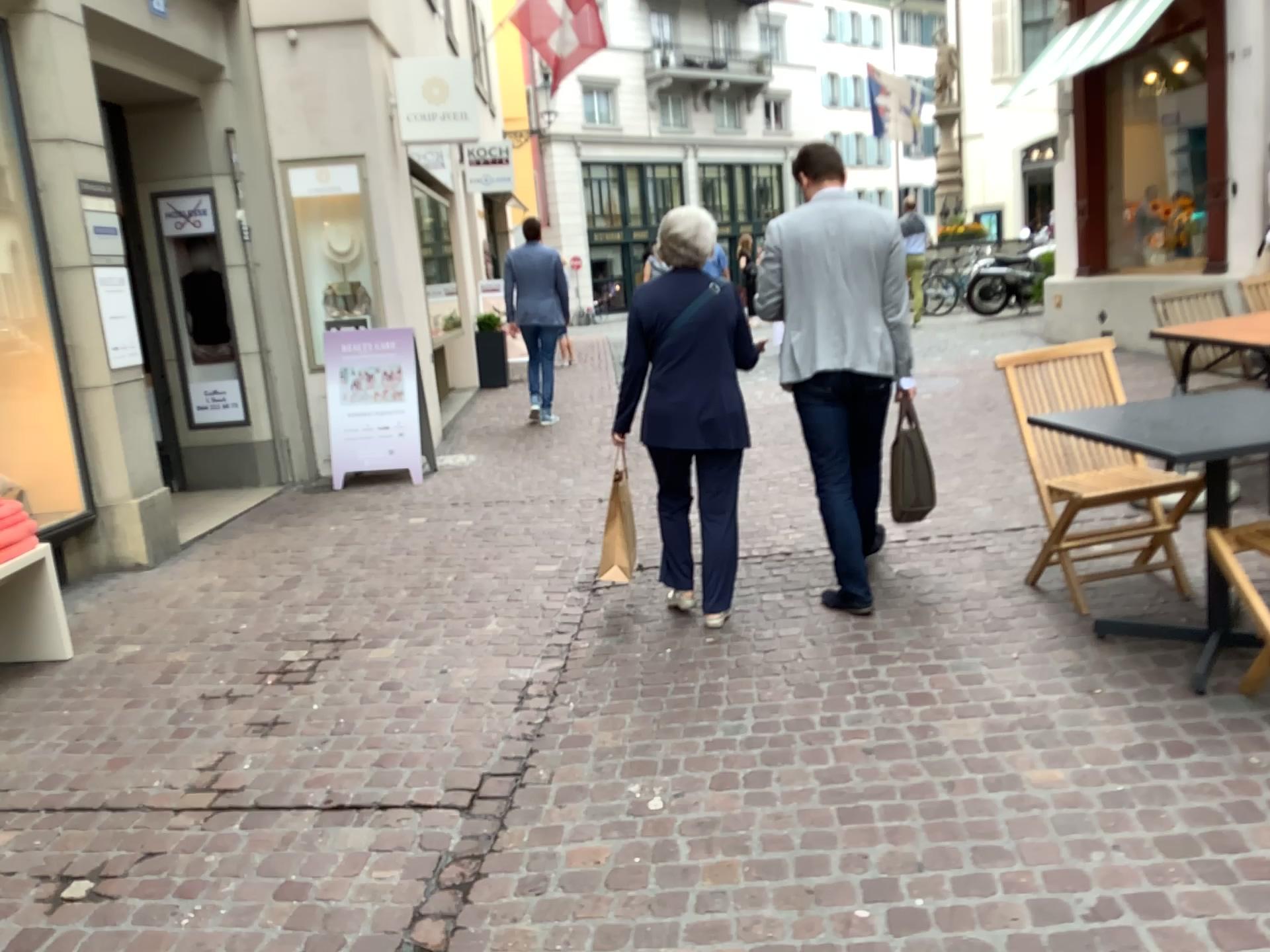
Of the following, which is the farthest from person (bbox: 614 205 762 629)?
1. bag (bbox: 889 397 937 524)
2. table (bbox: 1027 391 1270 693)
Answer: table (bbox: 1027 391 1270 693)

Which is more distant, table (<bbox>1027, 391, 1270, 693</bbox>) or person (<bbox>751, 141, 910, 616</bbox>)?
person (<bbox>751, 141, 910, 616</bbox>)

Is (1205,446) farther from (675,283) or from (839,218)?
(675,283)

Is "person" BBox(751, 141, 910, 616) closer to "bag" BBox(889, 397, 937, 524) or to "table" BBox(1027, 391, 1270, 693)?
"bag" BBox(889, 397, 937, 524)

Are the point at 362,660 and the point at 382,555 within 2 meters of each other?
yes

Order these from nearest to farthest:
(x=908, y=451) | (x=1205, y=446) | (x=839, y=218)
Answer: (x=1205, y=446), (x=839, y=218), (x=908, y=451)

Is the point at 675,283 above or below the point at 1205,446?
above

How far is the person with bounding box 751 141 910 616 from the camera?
3.8 meters

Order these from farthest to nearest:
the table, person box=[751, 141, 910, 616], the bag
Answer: the bag, person box=[751, 141, 910, 616], the table

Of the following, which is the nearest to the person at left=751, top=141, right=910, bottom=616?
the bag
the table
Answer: the bag
